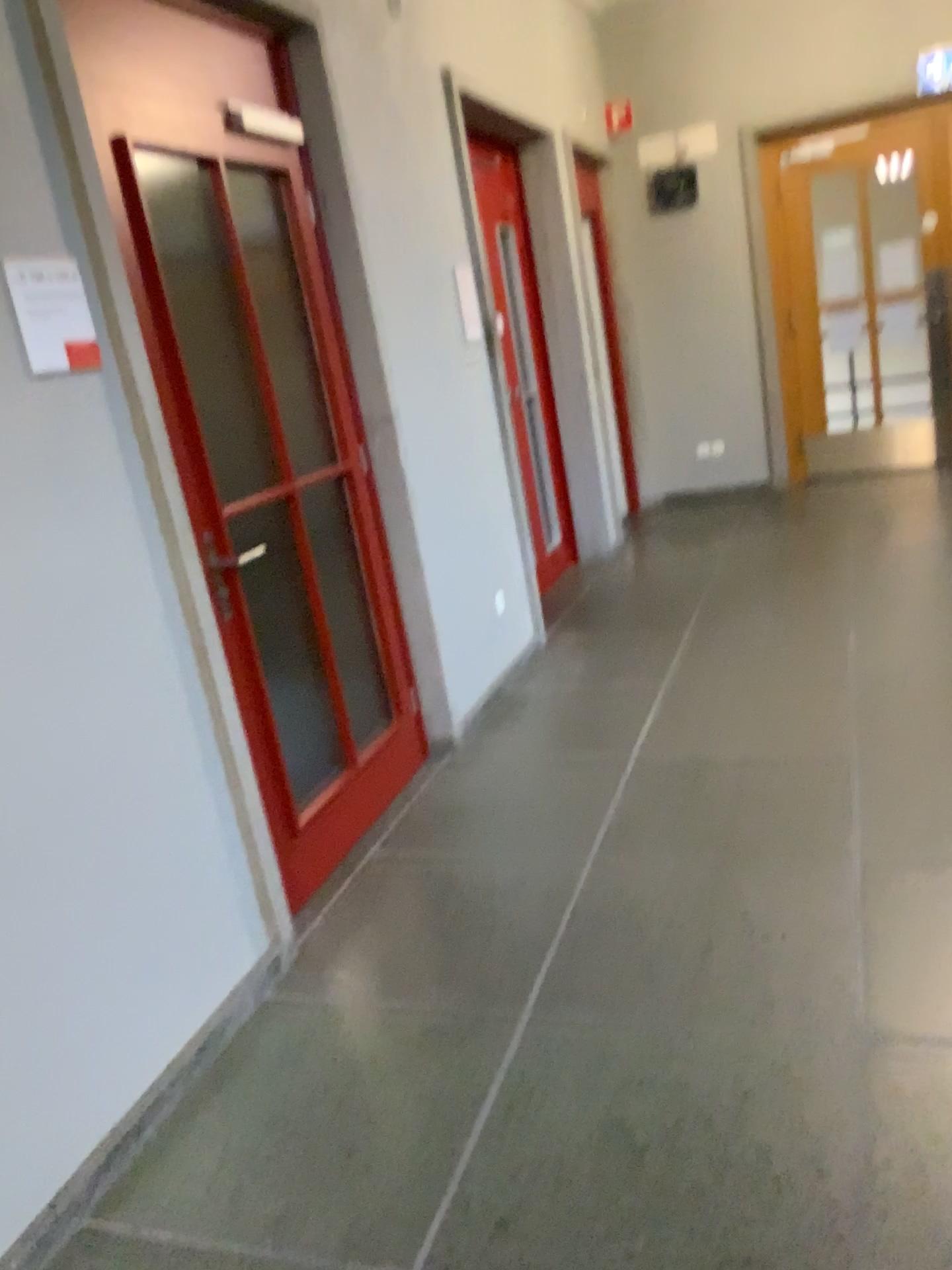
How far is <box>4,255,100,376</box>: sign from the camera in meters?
2.0 m

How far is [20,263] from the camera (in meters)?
1.98

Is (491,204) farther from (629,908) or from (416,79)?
(629,908)
